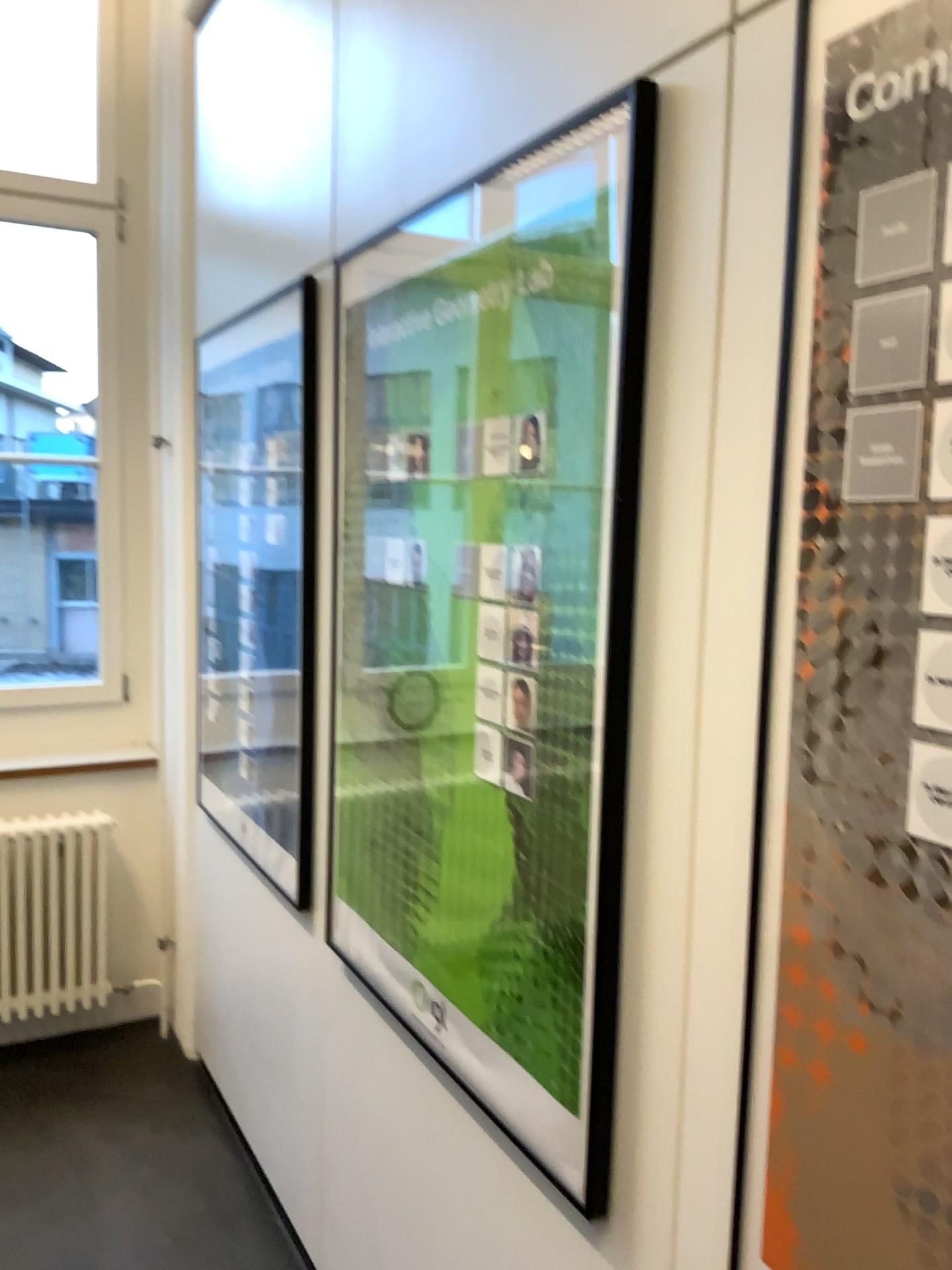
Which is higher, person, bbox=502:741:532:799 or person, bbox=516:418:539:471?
person, bbox=516:418:539:471

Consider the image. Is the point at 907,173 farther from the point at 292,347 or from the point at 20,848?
the point at 20,848

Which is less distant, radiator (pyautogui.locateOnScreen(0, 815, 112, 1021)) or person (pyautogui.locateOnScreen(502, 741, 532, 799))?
person (pyautogui.locateOnScreen(502, 741, 532, 799))

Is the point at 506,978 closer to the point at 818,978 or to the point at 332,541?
the point at 818,978

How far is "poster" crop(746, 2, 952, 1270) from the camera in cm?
83

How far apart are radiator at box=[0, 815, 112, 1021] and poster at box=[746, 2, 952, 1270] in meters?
2.7

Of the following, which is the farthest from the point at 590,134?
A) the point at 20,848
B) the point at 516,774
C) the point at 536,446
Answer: the point at 20,848

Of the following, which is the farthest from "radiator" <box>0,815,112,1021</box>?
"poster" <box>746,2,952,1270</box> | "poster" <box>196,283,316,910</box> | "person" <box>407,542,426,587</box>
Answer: "poster" <box>746,2,952,1270</box>

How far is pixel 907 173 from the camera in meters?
0.8

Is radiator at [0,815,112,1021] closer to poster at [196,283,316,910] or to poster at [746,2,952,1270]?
poster at [196,283,316,910]
